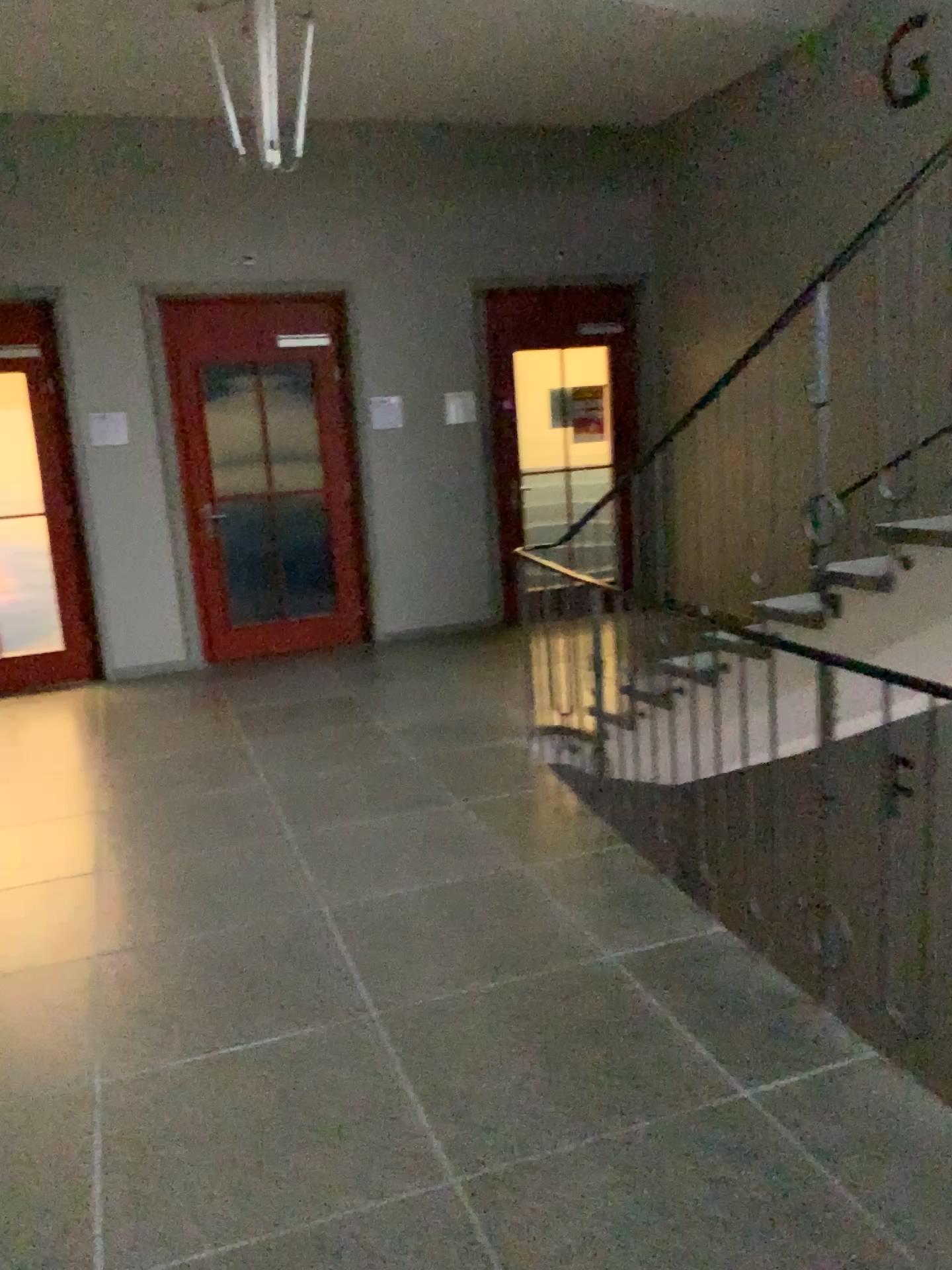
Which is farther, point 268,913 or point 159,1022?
point 268,913
